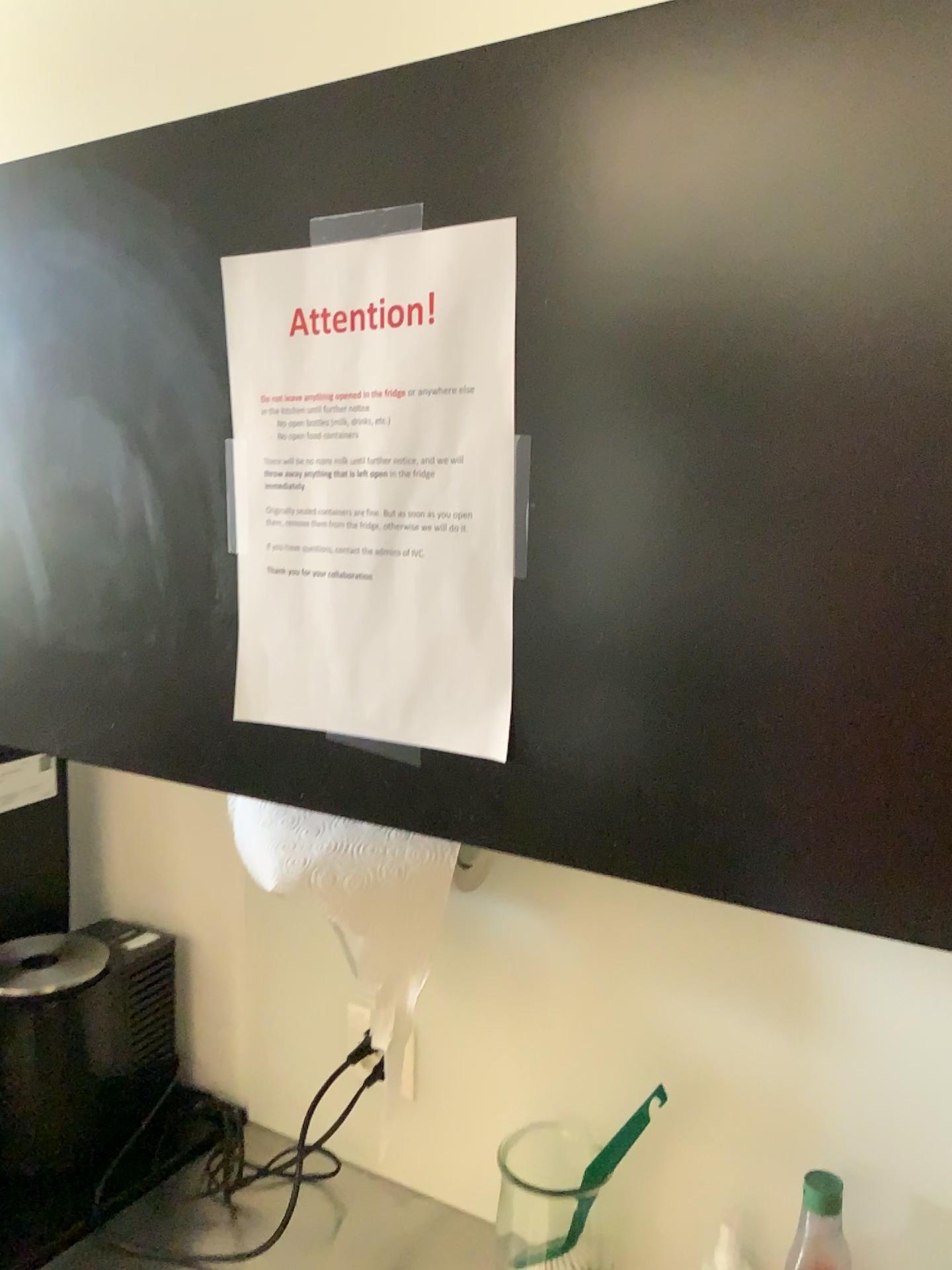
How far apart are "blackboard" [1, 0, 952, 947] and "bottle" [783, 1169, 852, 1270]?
0.4 meters

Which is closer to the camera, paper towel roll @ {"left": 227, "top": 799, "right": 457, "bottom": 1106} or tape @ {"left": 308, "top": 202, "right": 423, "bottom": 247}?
tape @ {"left": 308, "top": 202, "right": 423, "bottom": 247}

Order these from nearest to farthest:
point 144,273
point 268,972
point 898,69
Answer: point 898,69 → point 144,273 → point 268,972

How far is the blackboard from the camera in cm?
47

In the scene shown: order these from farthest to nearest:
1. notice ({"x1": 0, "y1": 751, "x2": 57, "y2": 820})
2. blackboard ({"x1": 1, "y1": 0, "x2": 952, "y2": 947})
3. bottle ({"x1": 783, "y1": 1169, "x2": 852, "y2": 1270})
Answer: notice ({"x1": 0, "y1": 751, "x2": 57, "y2": 820}), bottle ({"x1": 783, "y1": 1169, "x2": 852, "y2": 1270}), blackboard ({"x1": 1, "y1": 0, "x2": 952, "y2": 947})

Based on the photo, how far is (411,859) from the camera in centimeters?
91cm

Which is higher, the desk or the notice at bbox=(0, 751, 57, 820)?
the notice at bbox=(0, 751, 57, 820)

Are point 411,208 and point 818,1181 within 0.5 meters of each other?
no

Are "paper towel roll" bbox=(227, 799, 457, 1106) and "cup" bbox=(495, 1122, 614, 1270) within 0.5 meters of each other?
yes

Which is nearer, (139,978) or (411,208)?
(411,208)
